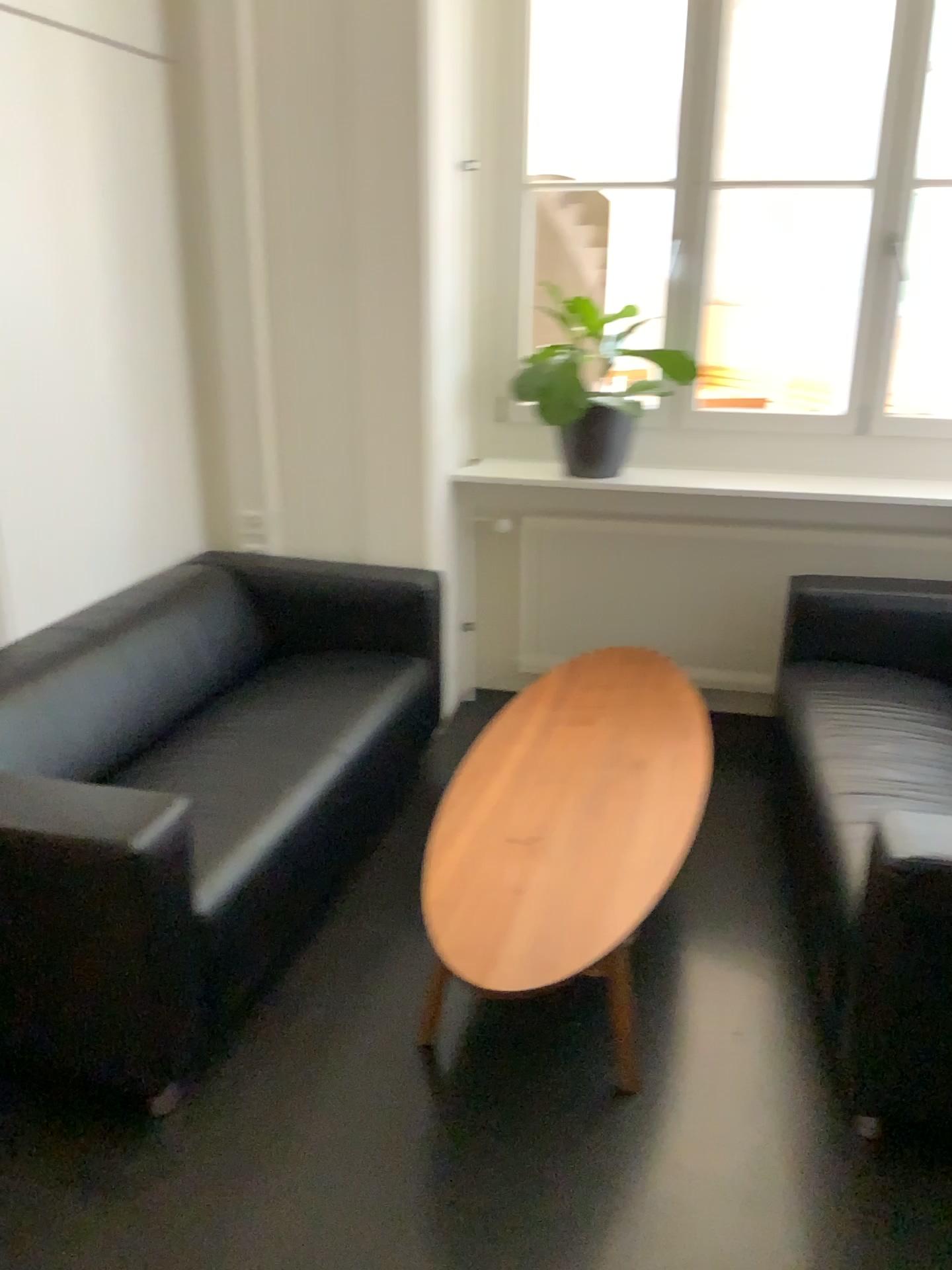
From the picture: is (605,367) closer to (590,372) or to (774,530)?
(590,372)

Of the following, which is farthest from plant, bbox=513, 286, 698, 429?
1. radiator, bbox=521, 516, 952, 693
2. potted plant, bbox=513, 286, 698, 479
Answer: radiator, bbox=521, 516, 952, 693

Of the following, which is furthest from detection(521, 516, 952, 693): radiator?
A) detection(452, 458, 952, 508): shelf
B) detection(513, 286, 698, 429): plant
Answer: detection(513, 286, 698, 429): plant

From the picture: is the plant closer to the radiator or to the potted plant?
the potted plant

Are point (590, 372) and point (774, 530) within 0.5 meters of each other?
no

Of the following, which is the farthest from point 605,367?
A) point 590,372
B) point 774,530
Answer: point 774,530

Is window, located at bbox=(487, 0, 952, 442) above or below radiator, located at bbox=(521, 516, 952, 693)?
above

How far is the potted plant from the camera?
3.5m

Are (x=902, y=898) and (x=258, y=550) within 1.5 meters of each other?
no

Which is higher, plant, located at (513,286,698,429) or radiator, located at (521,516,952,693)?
plant, located at (513,286,698,429)
